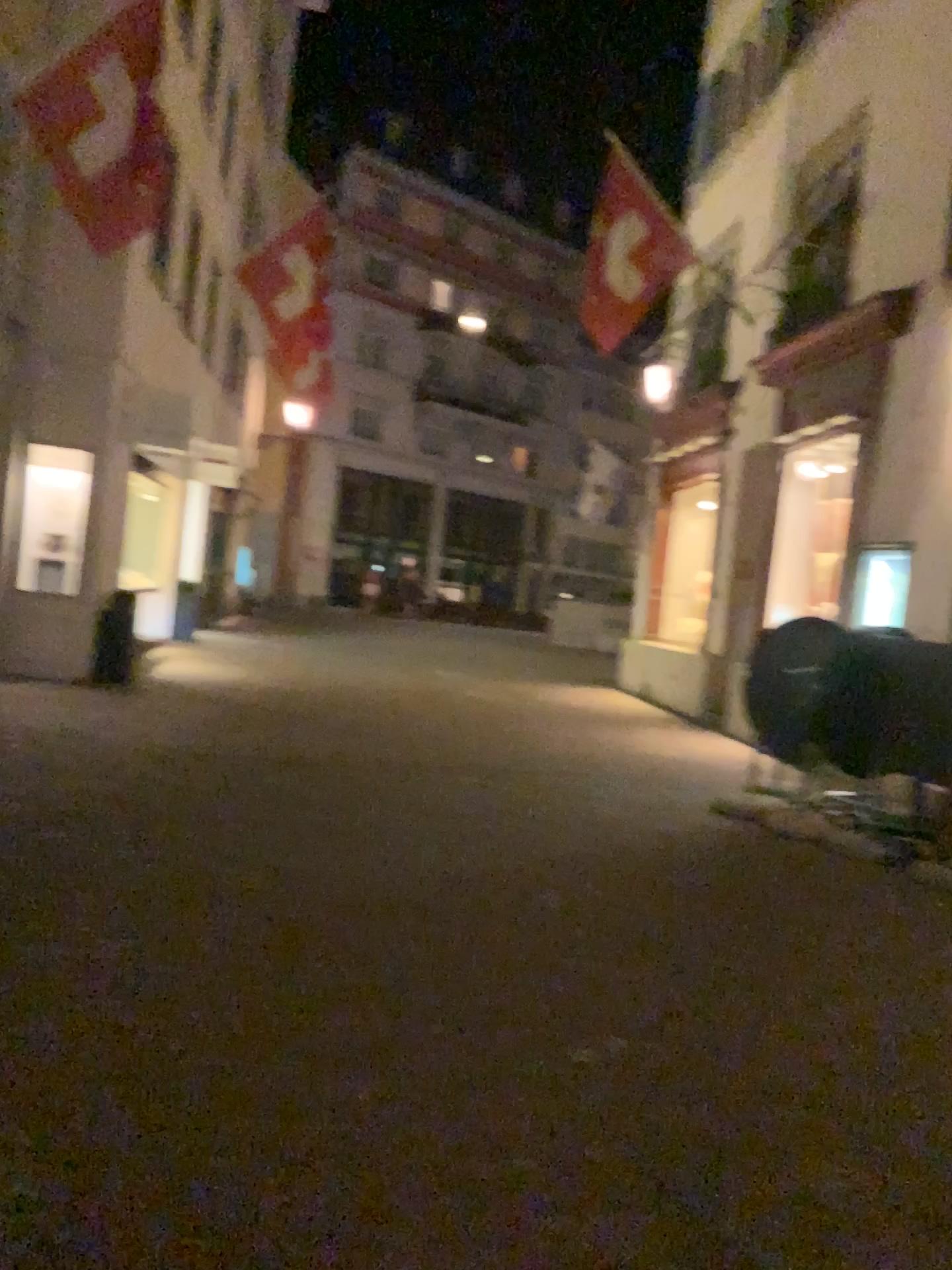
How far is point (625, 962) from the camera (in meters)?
4.04
